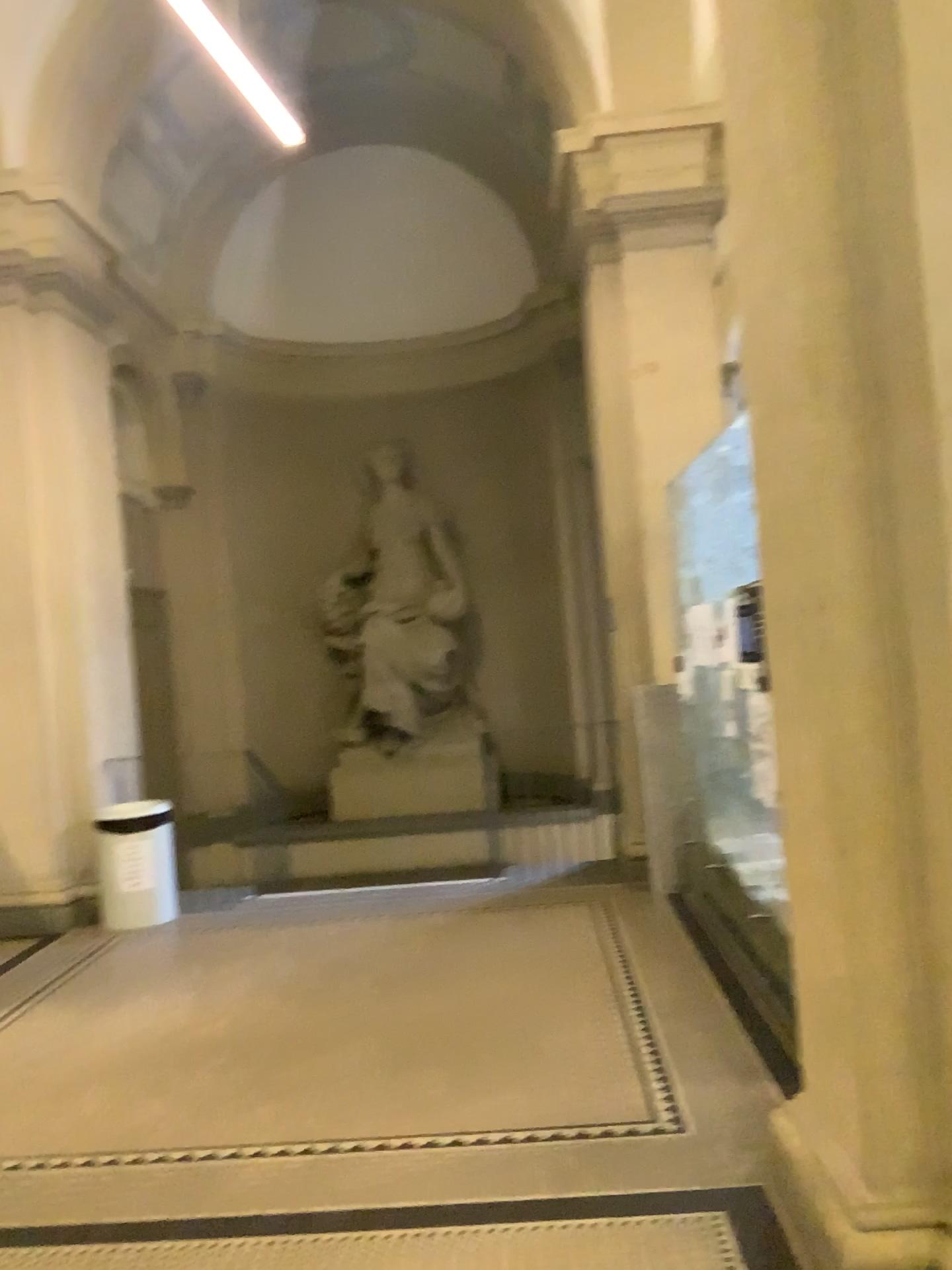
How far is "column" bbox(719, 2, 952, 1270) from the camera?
2.29m

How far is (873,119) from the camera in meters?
2.3 m

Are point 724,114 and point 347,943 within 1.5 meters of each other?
no
